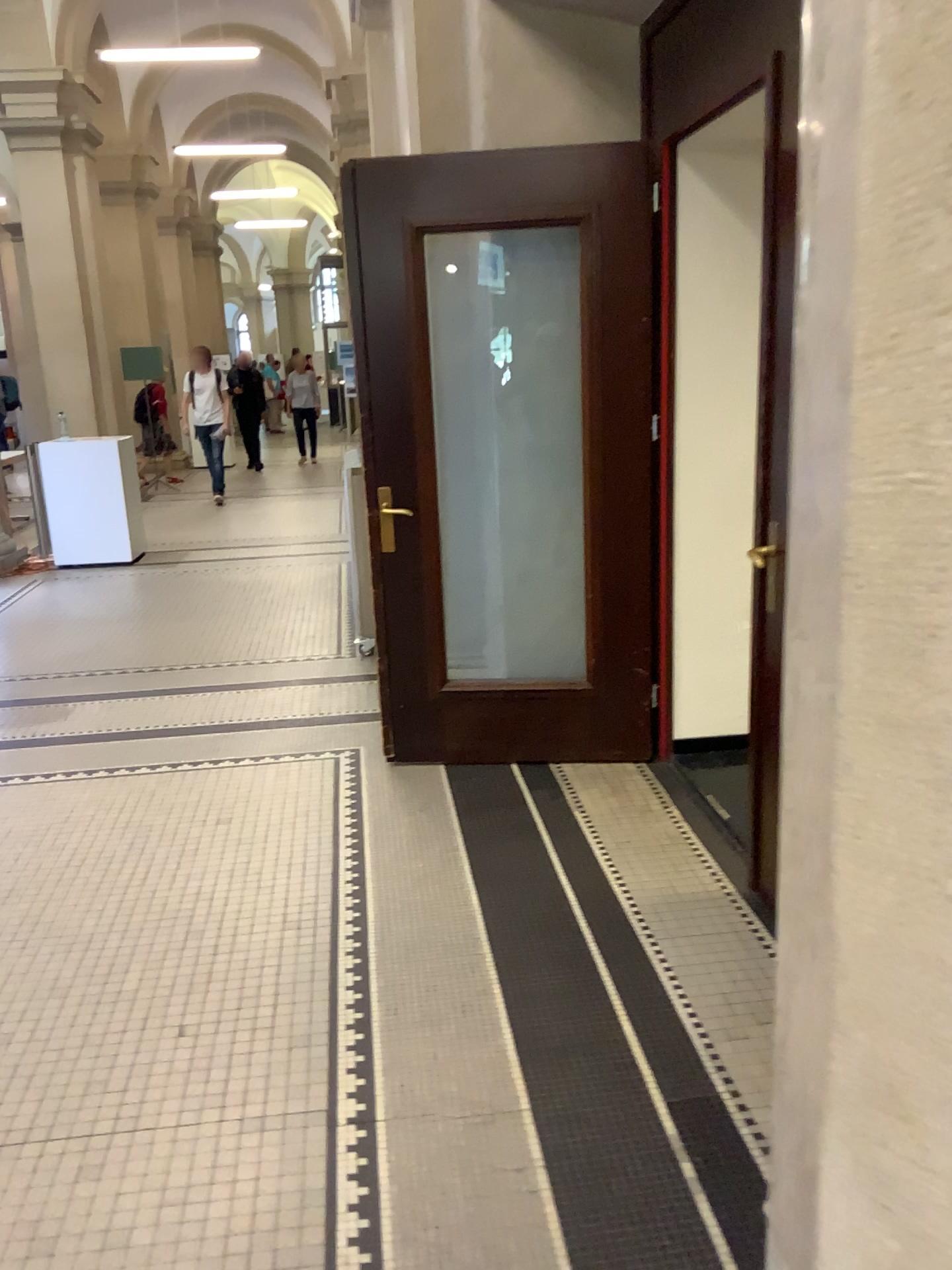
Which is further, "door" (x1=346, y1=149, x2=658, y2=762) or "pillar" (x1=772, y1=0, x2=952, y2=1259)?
"door" (x1=346, y1=149, x2=658, y2=762)

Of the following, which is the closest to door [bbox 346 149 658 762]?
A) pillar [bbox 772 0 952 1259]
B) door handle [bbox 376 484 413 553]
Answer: door handle [bbox 376 484 413 553]

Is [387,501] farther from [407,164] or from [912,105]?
[912,105]

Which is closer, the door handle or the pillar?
the pillar

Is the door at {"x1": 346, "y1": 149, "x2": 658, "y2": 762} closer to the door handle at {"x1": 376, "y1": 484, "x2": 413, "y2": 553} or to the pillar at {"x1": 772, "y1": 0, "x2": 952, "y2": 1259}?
the door handle at {"x1": 376, "y1": 484, "x2": 413, "y2": 553}

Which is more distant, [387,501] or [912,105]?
[387,501]

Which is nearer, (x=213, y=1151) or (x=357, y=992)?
(x=213, y=1151)

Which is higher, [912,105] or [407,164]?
[407,164]
